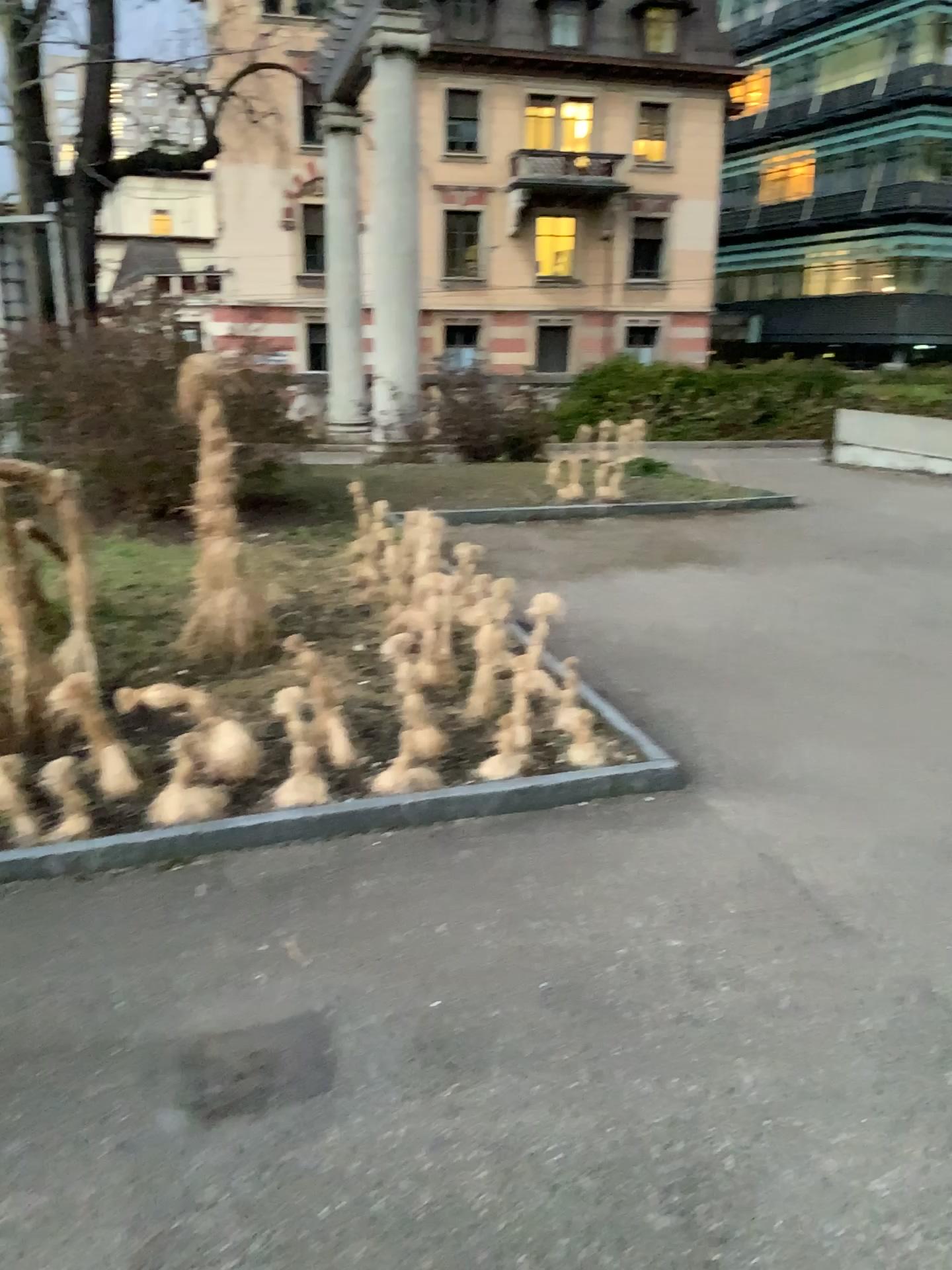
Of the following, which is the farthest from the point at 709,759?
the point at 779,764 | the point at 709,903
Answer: the point at 709,903
